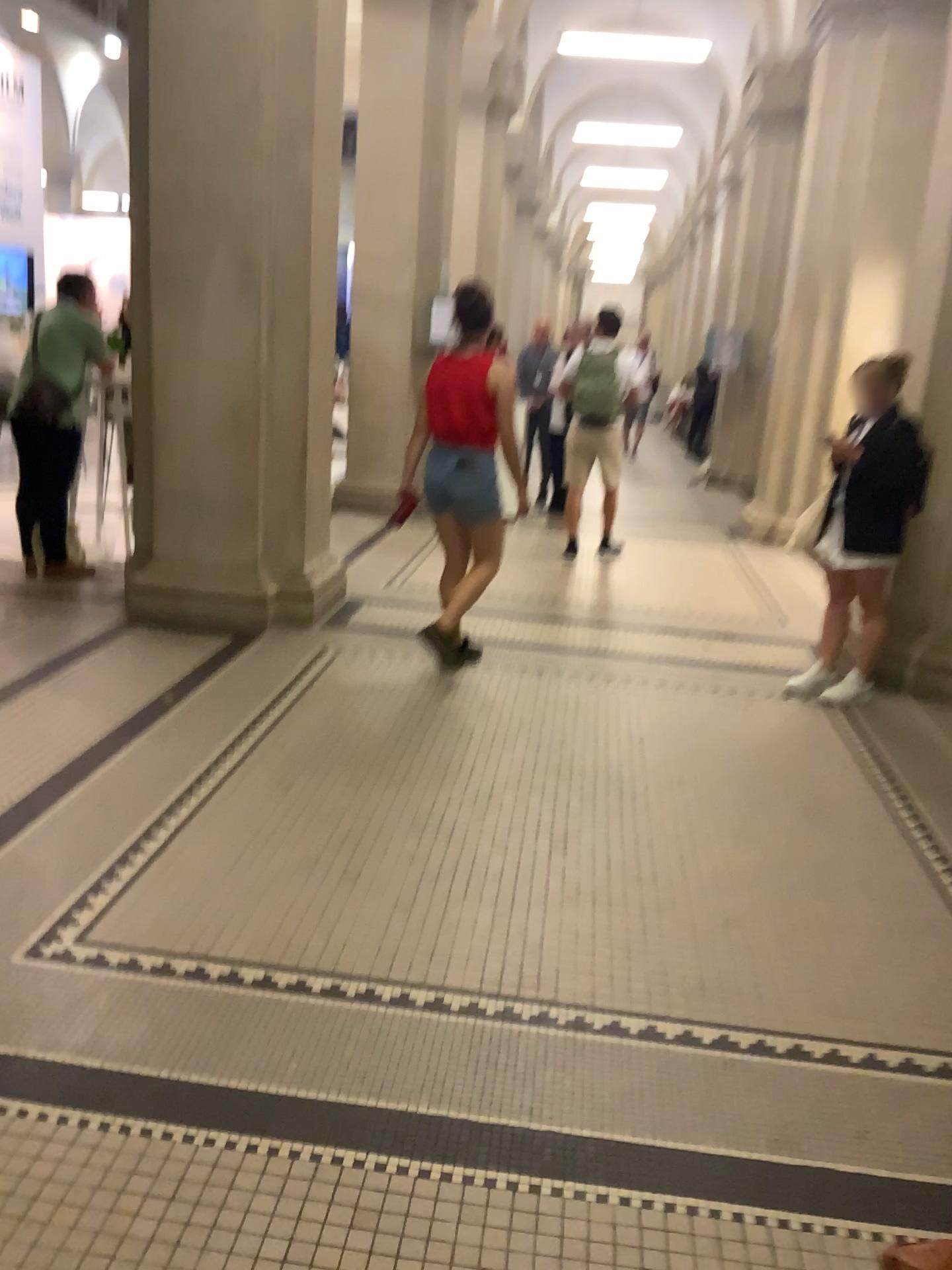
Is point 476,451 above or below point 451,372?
below

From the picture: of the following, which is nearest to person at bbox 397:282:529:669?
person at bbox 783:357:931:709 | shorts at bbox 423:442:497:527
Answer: shorts at bbox 423:442:497:527

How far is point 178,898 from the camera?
2.8 meters

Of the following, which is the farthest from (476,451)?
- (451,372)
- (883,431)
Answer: (883,431)

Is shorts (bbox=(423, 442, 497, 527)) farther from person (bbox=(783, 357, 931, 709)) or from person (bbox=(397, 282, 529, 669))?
person (bbox=(783, 357, 931, 709))

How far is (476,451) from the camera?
4.58m

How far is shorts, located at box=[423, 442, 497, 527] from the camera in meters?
4.6 m
